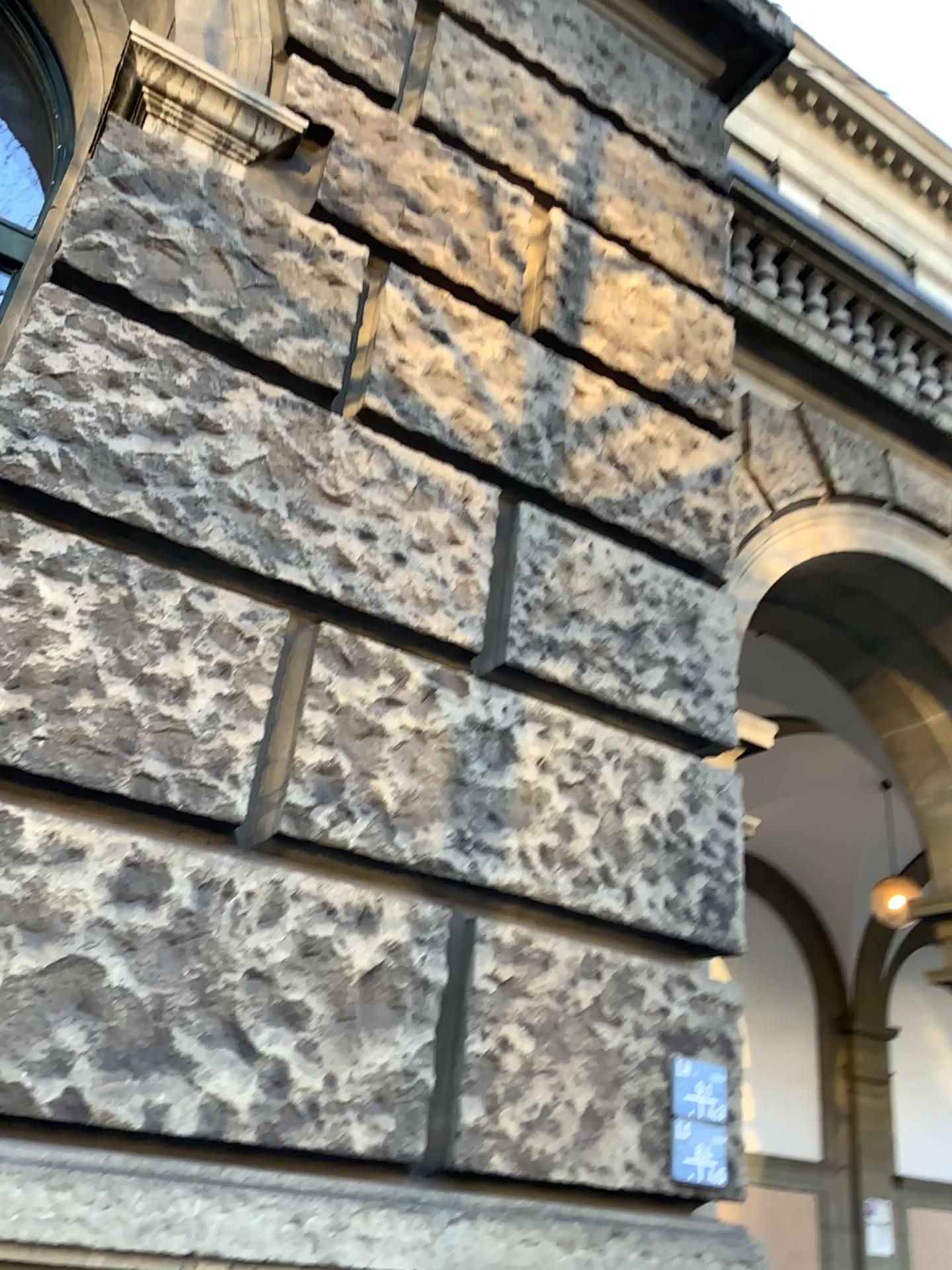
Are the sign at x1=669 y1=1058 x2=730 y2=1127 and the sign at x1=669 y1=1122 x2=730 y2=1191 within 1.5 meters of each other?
yes

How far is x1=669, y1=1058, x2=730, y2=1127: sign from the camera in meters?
2.2

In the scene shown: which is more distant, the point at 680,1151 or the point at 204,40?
the point at 204,40

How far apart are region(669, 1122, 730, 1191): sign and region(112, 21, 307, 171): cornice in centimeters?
238cm

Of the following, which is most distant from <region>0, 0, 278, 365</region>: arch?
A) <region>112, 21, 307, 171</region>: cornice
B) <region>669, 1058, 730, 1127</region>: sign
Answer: <region>669, 1058, 730, 1127</region>: sign

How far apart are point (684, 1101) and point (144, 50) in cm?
265

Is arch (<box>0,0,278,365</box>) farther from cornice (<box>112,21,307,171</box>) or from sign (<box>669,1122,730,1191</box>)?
sign (<box>669,1122,730,1191</box>)

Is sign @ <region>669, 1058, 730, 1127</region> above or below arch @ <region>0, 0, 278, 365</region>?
below

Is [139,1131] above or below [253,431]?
below

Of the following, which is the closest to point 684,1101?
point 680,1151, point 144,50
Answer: point 680,1151
